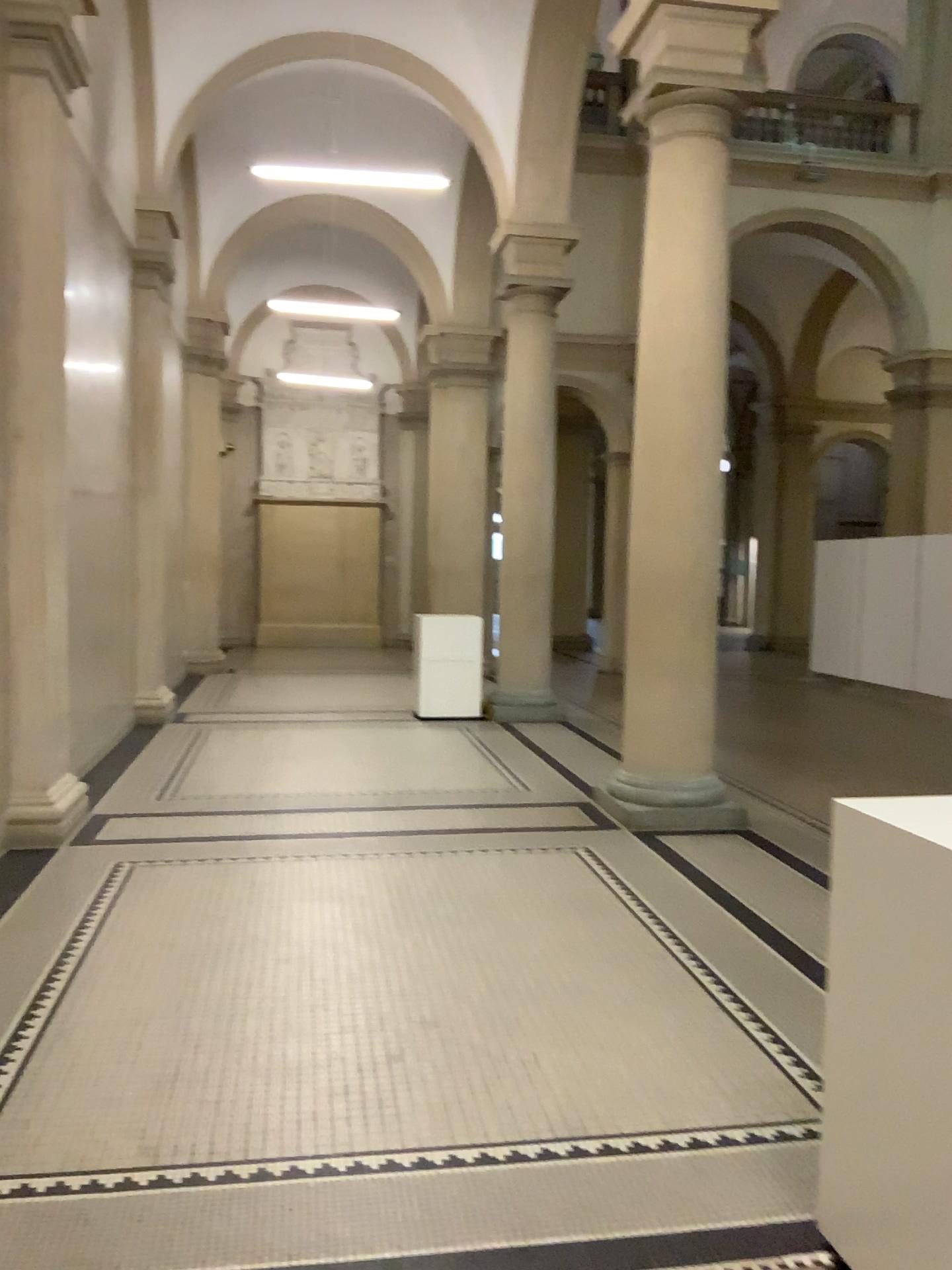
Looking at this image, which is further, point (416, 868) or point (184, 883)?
point (416, 868)
